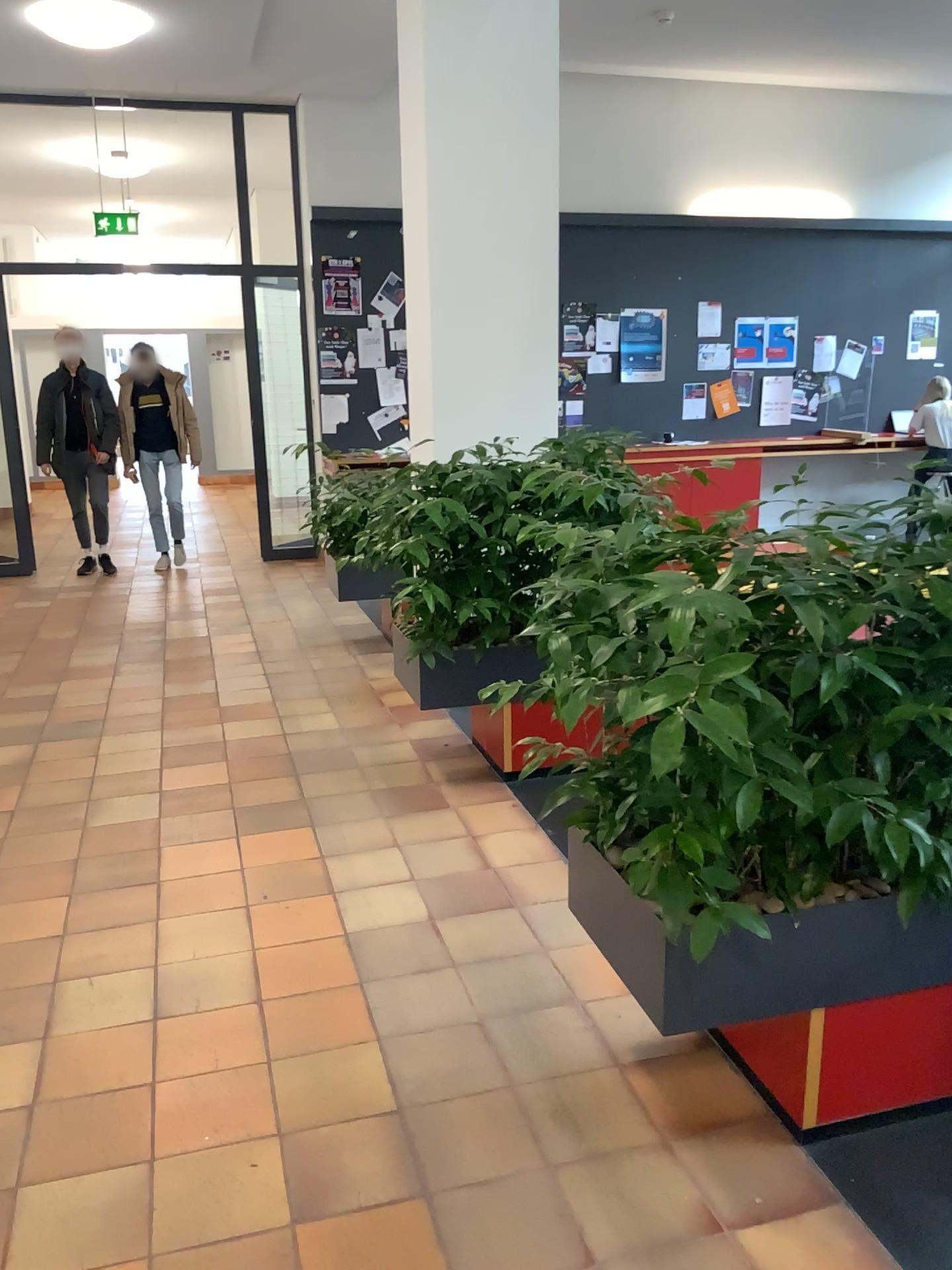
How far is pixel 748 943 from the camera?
2.0m

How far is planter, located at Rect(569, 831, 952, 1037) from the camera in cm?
197

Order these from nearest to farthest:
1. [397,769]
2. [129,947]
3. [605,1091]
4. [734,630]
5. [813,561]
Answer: [734,630] → [813,561] → [605,1091] → [129,947] → [397,769]
